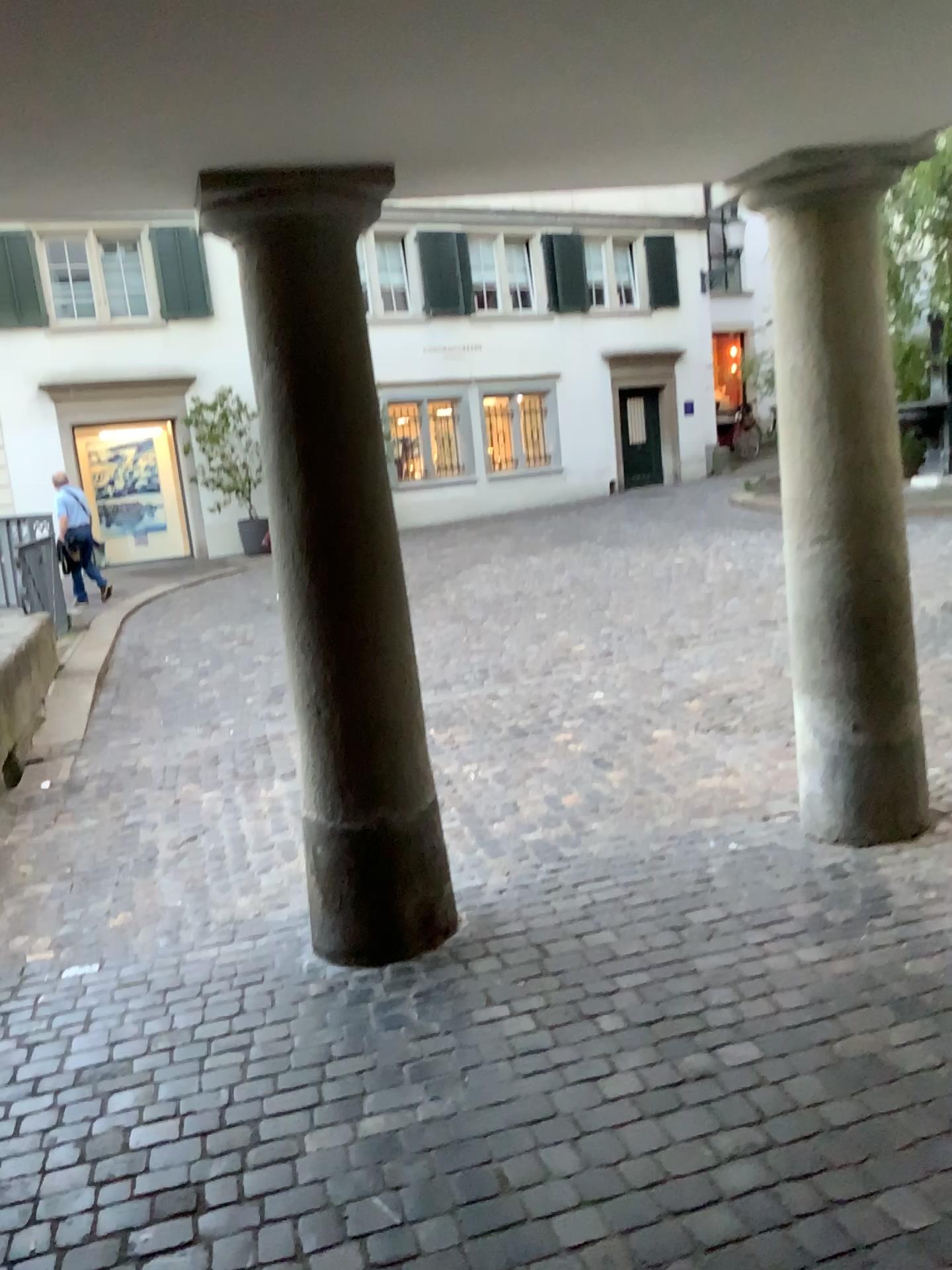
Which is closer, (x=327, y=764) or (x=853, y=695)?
(x=327, y=764)

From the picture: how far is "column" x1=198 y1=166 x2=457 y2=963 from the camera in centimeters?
282cm

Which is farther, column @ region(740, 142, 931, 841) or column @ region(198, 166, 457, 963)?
column @ region(740, 142, 931, 841)

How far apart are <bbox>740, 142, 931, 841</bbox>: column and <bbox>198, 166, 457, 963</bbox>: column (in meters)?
1.16

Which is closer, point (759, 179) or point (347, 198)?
point (347, 198)

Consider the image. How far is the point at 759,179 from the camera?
3.25m

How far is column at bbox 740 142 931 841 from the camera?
3.25m

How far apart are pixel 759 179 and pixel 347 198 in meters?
1.3
